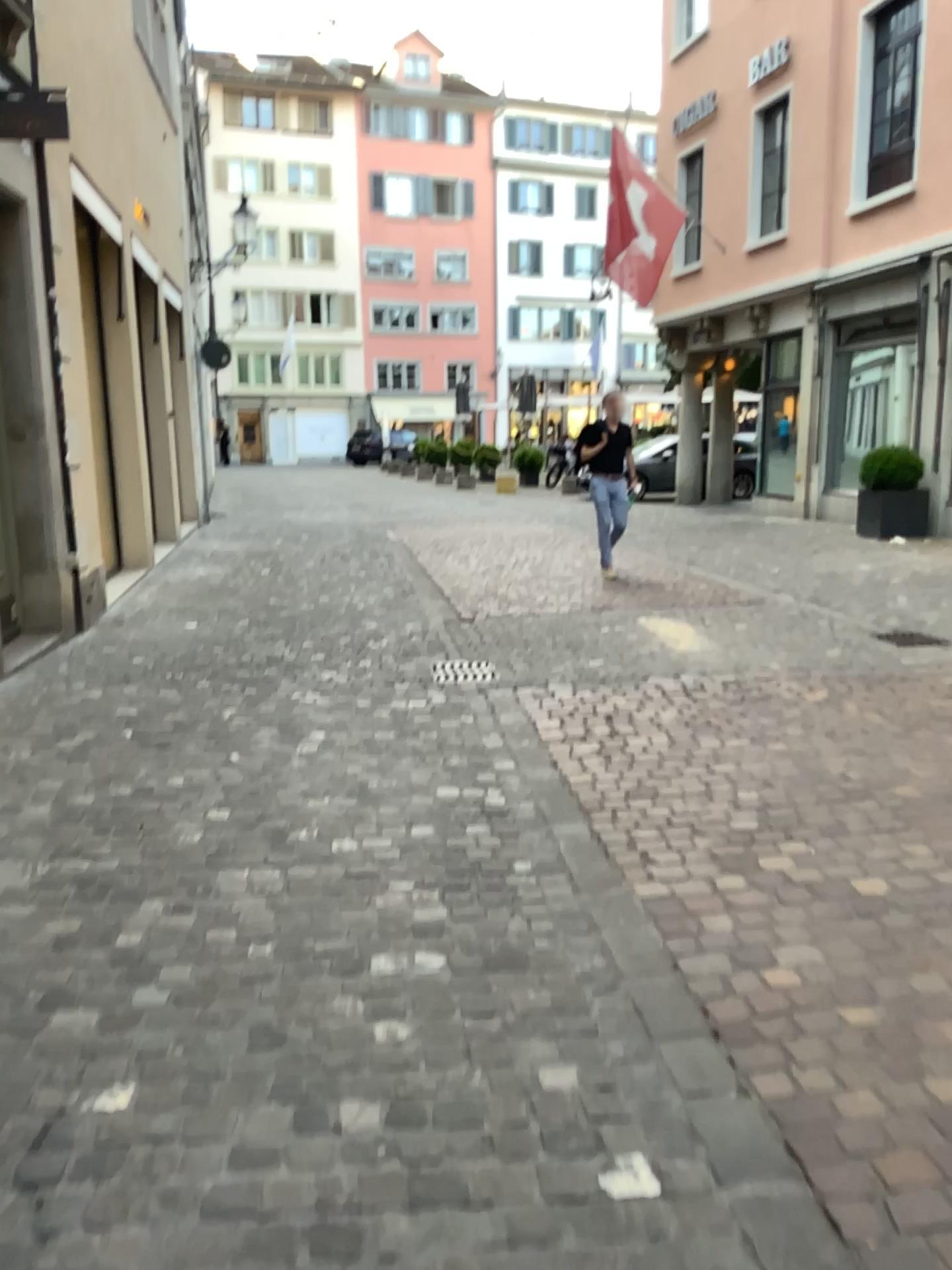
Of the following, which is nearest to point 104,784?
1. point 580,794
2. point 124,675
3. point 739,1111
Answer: point 124,675
